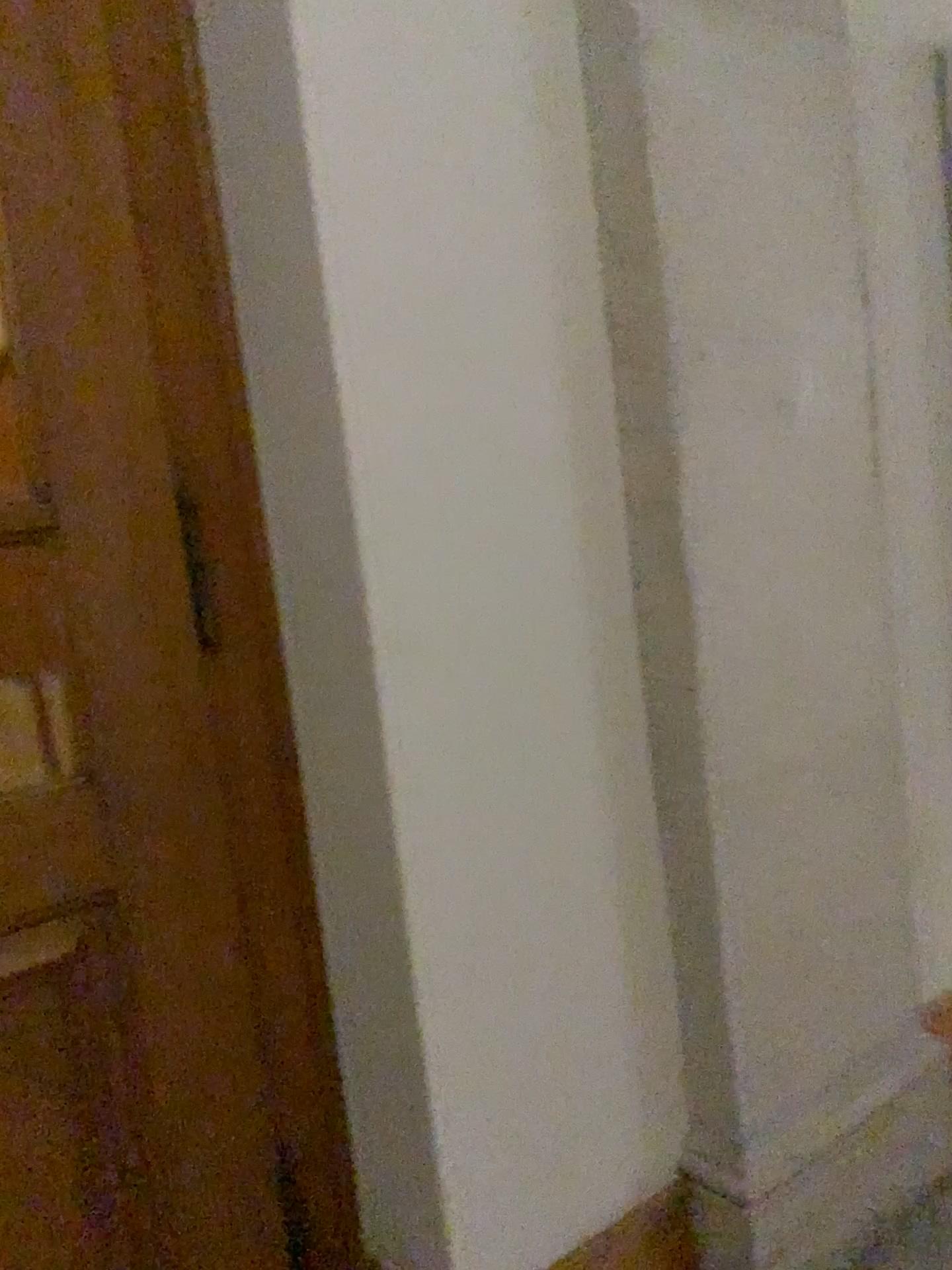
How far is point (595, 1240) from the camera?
1.7 meters

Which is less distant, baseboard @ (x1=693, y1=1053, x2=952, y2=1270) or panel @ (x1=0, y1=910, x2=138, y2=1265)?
panel @ (x1=0, y1=910, x2=138, y2=1265)

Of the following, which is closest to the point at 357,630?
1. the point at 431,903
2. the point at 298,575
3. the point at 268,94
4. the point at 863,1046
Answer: the point at 298,575

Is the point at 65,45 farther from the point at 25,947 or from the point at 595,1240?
the point at 595,1240

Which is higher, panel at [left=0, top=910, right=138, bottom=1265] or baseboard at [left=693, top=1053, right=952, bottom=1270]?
panel at [left=0, top=910, right=138, bottom=1265]

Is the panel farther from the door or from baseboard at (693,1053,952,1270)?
baseboard at (693,1053,952,1270)

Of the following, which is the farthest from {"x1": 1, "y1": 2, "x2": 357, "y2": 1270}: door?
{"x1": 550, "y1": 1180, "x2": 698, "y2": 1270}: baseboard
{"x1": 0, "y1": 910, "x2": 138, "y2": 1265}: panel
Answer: {"x1": 550, "y1": 1180, "x2": 698, "y2": 1270}: baseboard

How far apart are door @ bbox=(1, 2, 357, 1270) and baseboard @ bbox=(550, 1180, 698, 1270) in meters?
0.4

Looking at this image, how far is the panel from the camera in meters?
1.4 m

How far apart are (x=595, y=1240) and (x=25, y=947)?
1.0 meters
